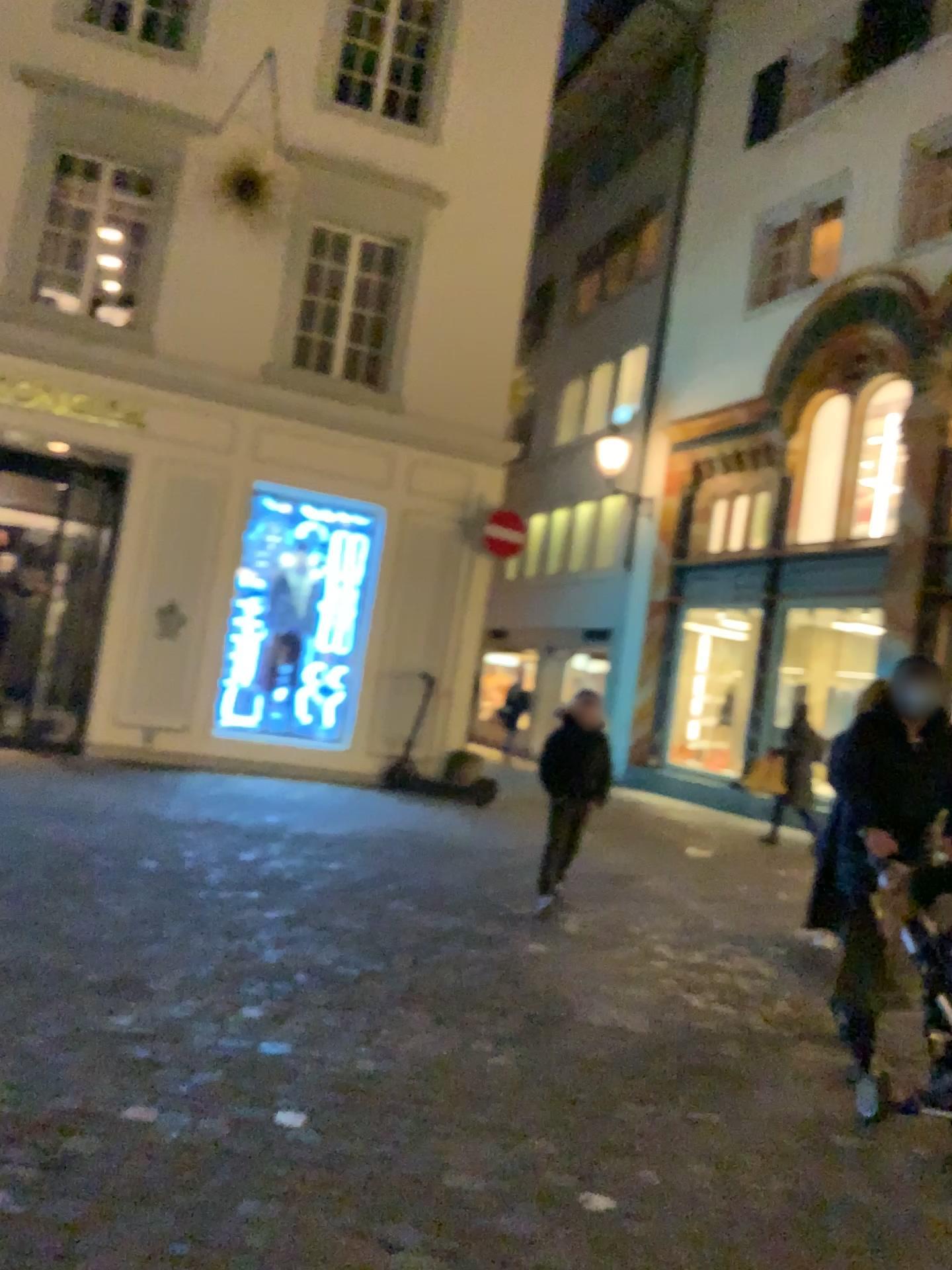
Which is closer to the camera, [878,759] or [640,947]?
[878,759]
